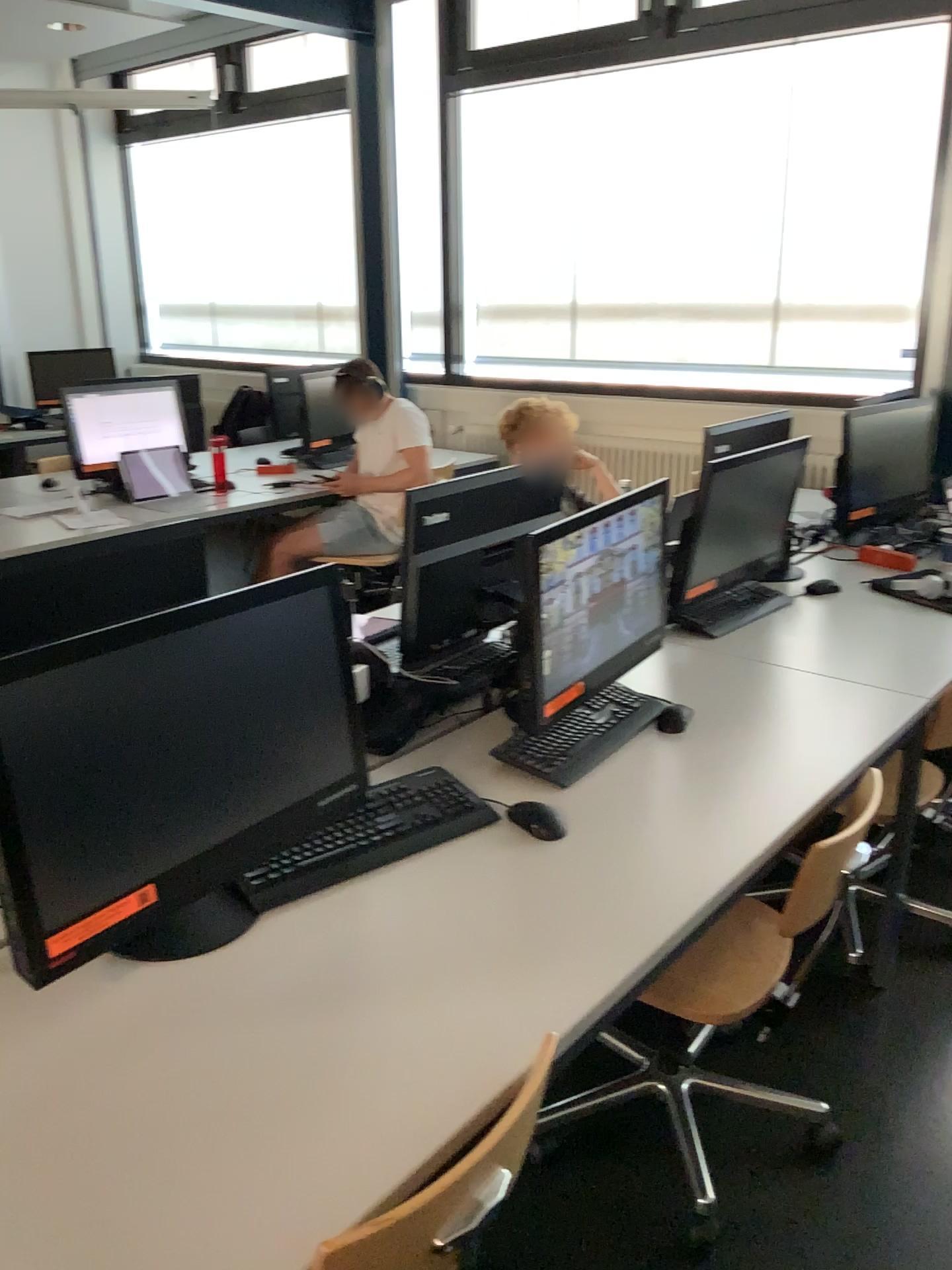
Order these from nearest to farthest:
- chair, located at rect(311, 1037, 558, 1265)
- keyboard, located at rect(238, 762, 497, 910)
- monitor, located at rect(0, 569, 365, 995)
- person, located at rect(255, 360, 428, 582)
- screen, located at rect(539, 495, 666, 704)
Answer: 1. chair, located at rect(311, 1037, 558, 1265)
2. monitor, located at rect(0, 569, 365, 995)
3. keyboard, located at rect(238, 762, 497, 910)
4. screen, located at rect(539, 495, 666, 704)
5. person, located at rect(255, 360, 428, 582)

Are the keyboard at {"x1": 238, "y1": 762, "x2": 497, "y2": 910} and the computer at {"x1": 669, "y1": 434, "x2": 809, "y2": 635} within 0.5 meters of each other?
no

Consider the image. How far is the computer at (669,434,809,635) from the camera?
2.7 meters

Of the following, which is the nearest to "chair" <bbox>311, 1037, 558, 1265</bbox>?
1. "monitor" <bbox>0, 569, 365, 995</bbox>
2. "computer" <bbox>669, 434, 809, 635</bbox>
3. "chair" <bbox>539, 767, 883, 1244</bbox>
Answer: "monitor" <bbox>0, 569, 365, 995</bbox>

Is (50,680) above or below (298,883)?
above

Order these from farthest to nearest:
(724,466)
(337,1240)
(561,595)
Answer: (724,466) < (561,595) < (337,1240)

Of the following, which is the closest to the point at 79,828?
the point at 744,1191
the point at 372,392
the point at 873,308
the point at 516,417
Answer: the point at 744,1191

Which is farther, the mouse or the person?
the person

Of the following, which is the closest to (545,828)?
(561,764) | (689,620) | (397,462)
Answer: (561,764)

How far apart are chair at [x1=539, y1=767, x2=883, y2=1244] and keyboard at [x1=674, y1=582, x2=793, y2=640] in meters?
0.6 m
